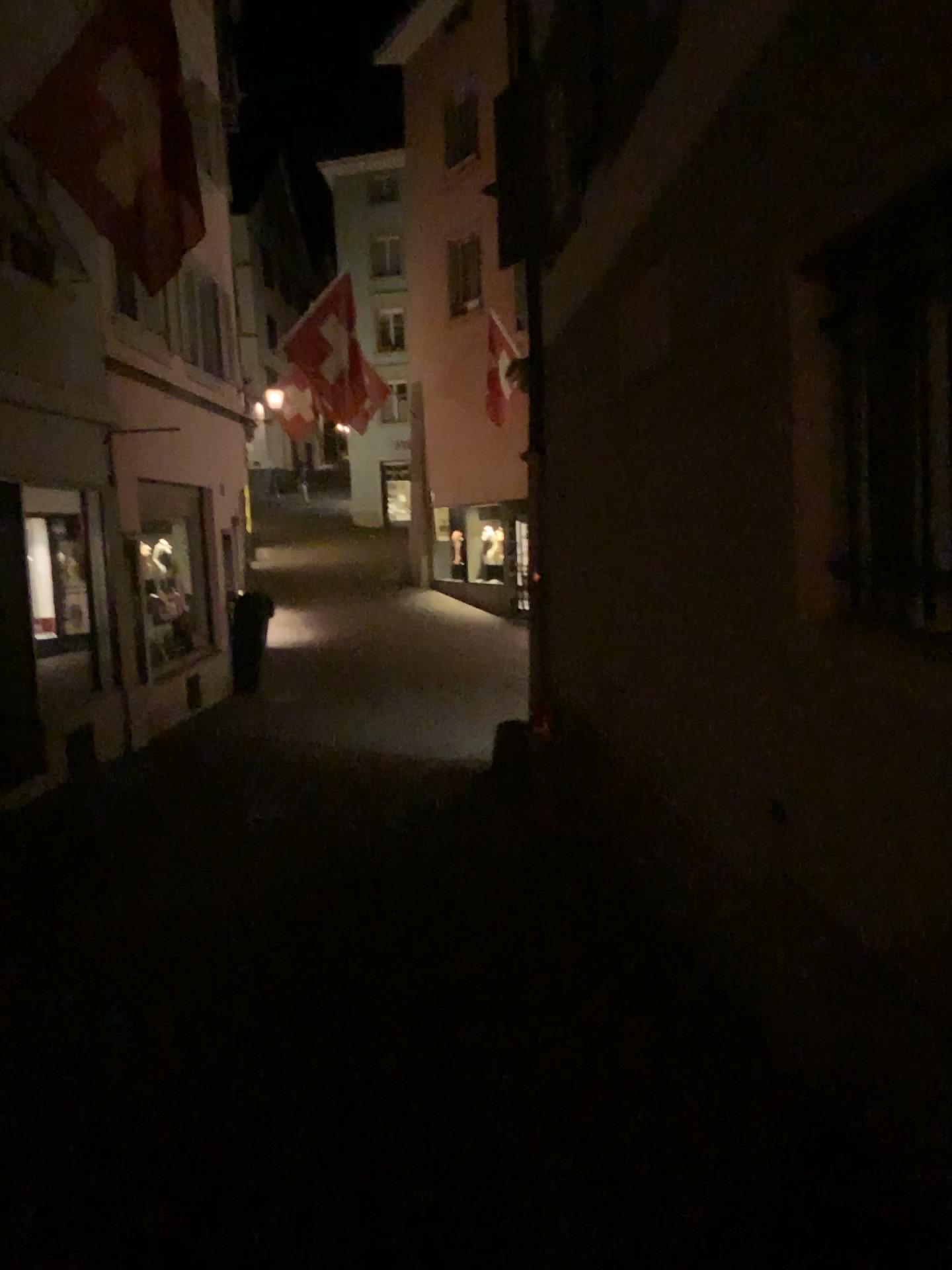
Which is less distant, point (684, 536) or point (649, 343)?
point (684, 536)
